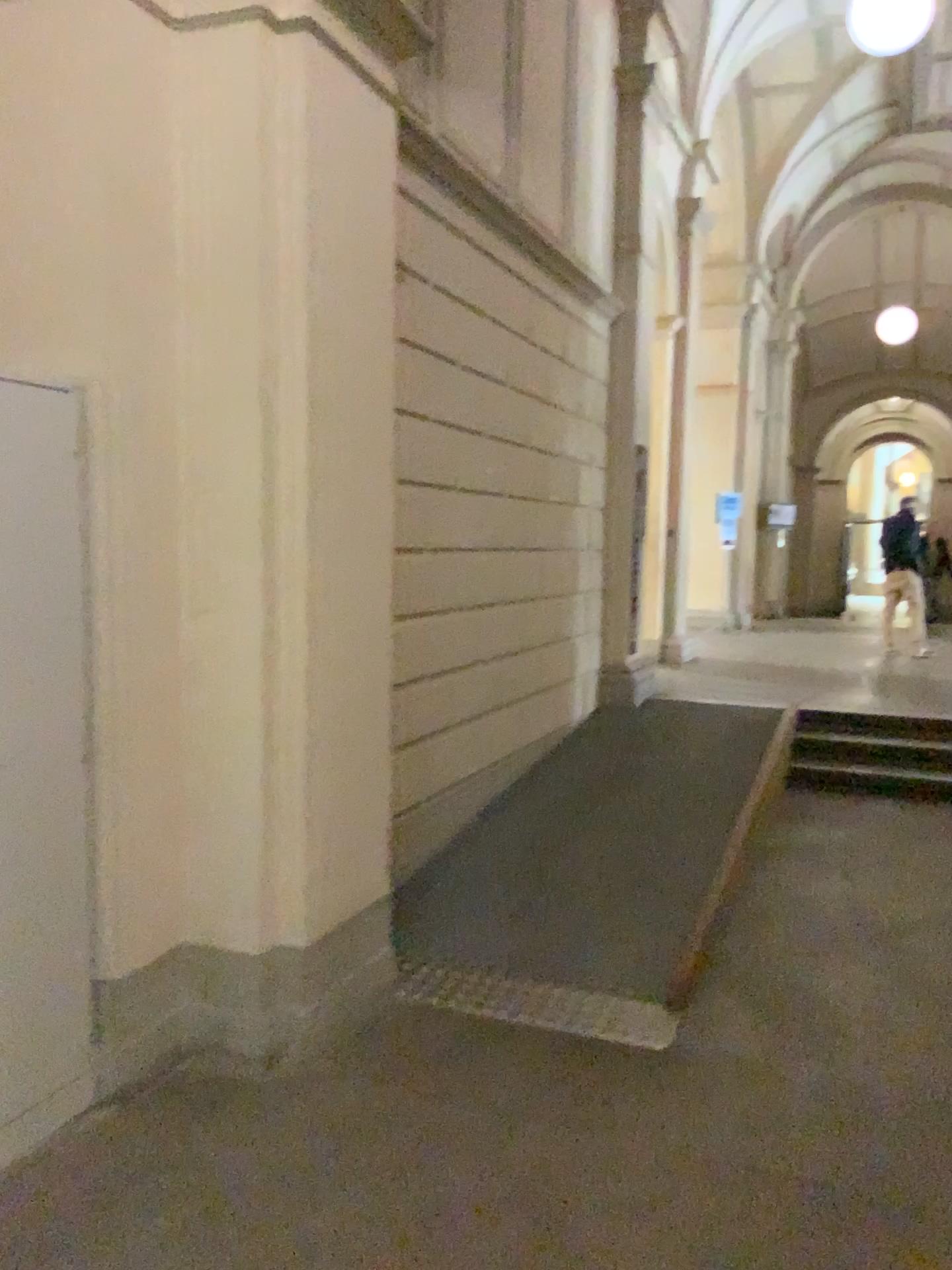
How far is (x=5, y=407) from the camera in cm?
248

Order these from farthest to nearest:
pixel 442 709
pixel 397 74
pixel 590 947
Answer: pixel 442 709
pixel 397 74
pixel 590 947

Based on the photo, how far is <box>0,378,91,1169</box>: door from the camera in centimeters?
248cm
